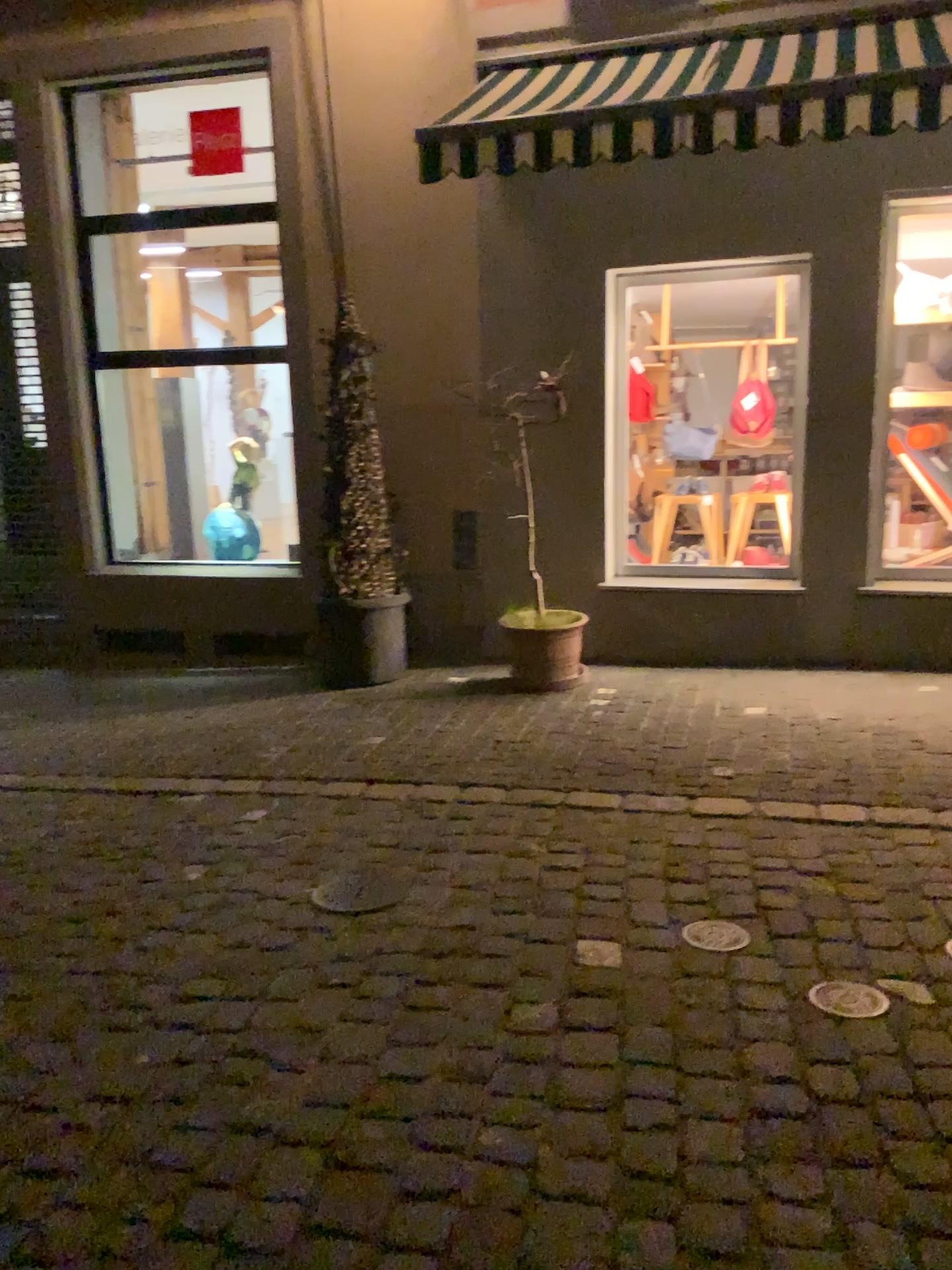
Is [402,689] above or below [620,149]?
below

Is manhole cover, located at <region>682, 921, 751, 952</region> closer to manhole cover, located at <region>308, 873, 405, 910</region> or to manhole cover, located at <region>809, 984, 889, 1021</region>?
manhole cover, located at <region>809, 984, 889, 1021</region>

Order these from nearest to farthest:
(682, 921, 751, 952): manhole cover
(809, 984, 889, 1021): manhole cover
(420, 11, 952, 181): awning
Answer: (809, 984, 889, 1021): manhole cover, (682, 921, 751, 952): manhole cover, (420, 11, 952, 181): awning

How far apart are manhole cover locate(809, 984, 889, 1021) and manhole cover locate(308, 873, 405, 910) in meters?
1.3

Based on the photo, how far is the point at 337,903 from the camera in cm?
330

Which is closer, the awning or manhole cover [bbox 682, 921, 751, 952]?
manhole cover [bbox 682, 921, 751, 952]

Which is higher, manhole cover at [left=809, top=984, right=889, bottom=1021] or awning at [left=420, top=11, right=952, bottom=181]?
awning at [left=420, top=11, right=952, bottom=181]

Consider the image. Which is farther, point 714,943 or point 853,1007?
point 714,943

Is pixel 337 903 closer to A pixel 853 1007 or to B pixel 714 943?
B pixel 714 943

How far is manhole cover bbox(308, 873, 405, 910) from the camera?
3.3m
